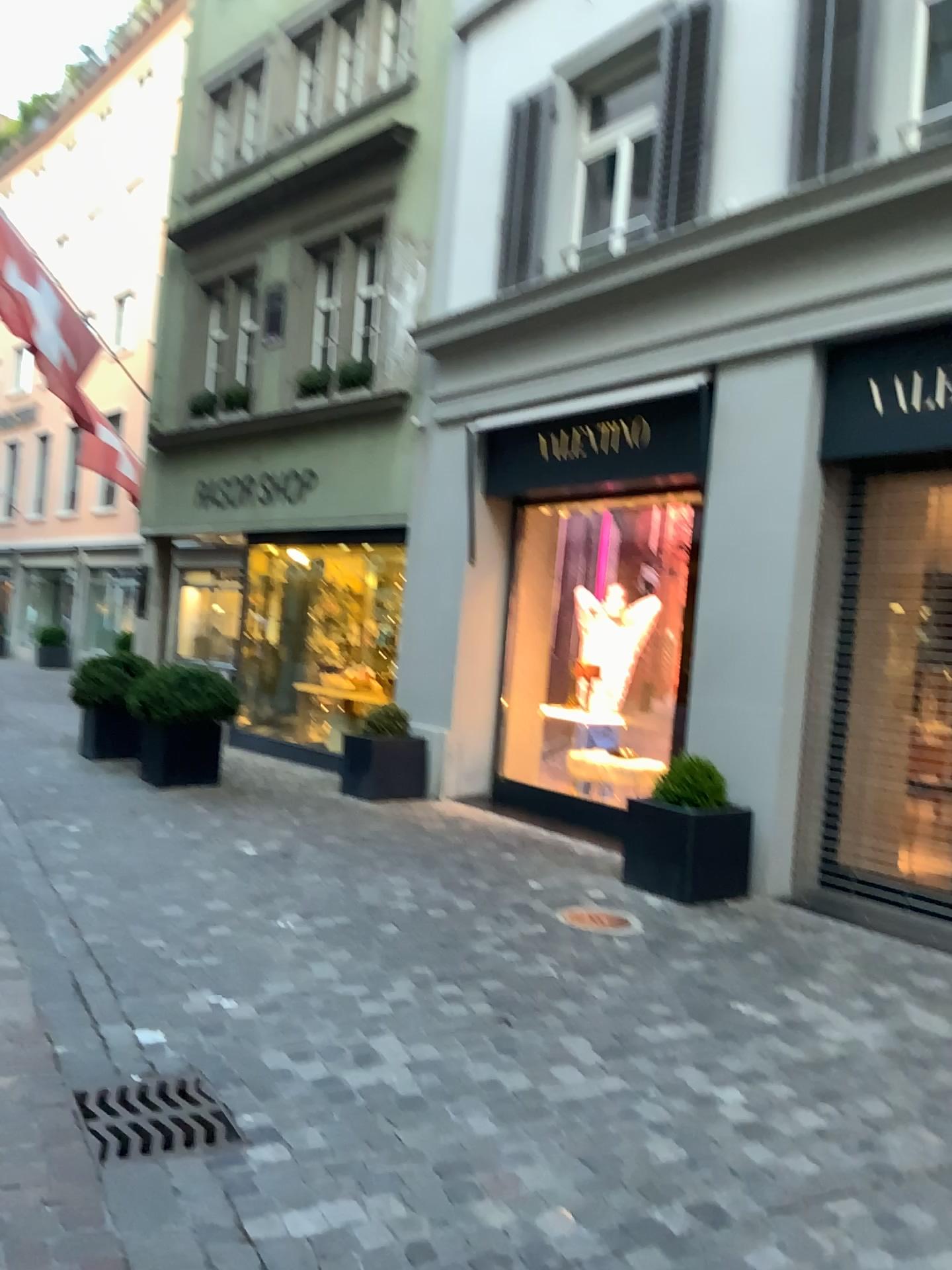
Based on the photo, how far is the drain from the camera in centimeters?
271cm

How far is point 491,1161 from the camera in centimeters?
269cm

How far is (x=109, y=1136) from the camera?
2.7m
